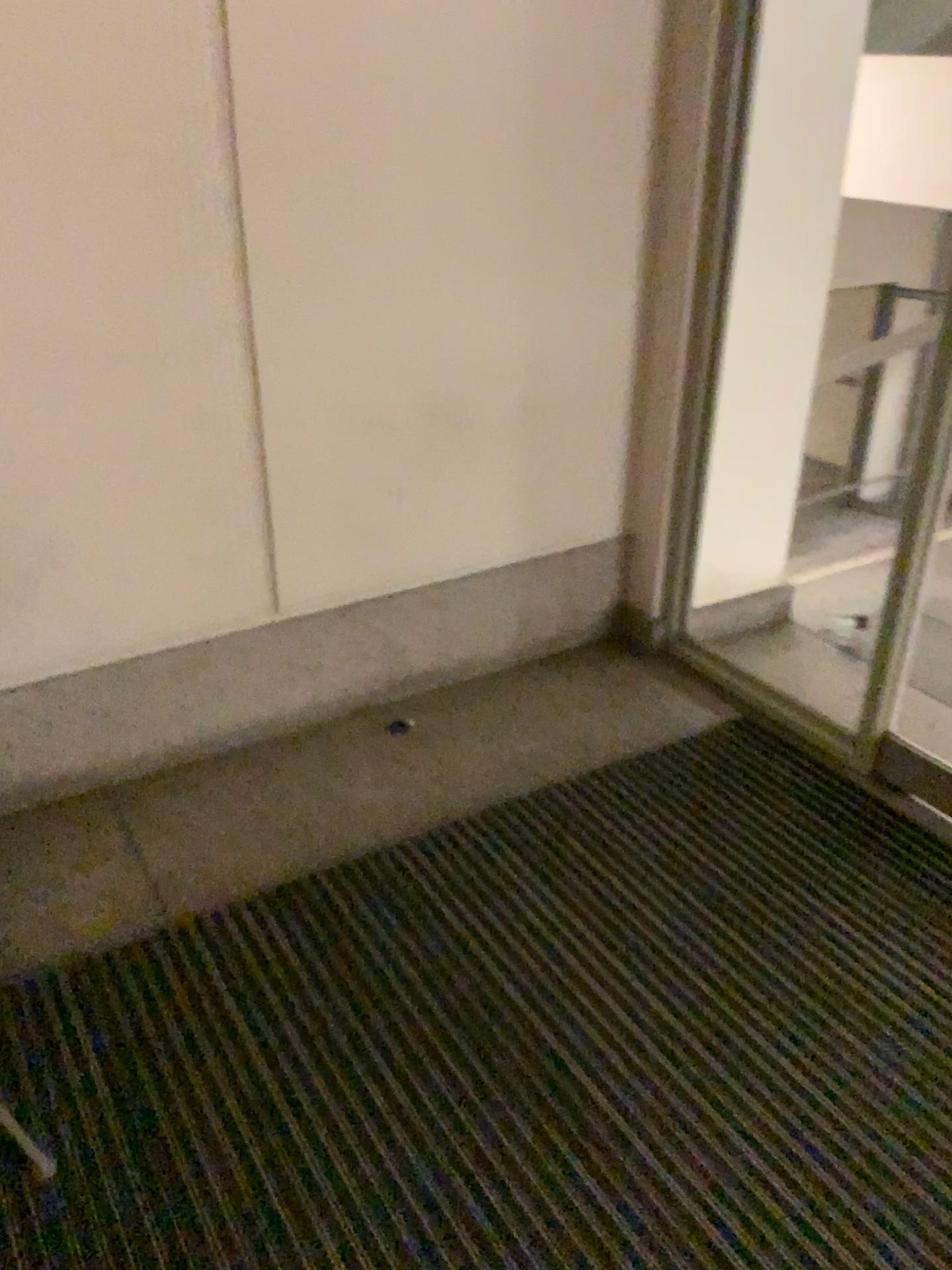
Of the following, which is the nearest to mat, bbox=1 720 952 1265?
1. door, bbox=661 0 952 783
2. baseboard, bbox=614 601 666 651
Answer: door, bbox=661 0 952 783

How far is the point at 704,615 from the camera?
2.9m

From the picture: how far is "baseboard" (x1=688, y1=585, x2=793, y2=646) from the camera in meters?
2.9

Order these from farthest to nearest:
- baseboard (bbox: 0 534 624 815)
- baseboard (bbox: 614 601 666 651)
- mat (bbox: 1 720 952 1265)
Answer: baseboard (bbox: 614 601 666 651) → baseboard (bbox: 0 534 624 815) → mat (bbox: 1 720 952 1265)

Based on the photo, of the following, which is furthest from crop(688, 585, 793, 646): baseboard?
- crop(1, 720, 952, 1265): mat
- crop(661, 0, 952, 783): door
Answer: crop(1, 720, 952, 1265): mat

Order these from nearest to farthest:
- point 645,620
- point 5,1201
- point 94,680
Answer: point 5,1201, point 94,680, point 645,620

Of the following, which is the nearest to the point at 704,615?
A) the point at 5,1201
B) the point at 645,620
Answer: the point at 645,620

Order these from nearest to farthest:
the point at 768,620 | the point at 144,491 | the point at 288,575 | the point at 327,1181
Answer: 1. the point at 327,1181
2. the point at 144,491
3. the point at 288,575
4. the point at 768,620

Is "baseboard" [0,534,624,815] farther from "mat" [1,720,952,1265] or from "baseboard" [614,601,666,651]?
"mat" [1,720,952,1265]

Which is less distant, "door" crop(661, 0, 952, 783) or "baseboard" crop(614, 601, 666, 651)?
"door" crop(661, 0, 952, 783)
